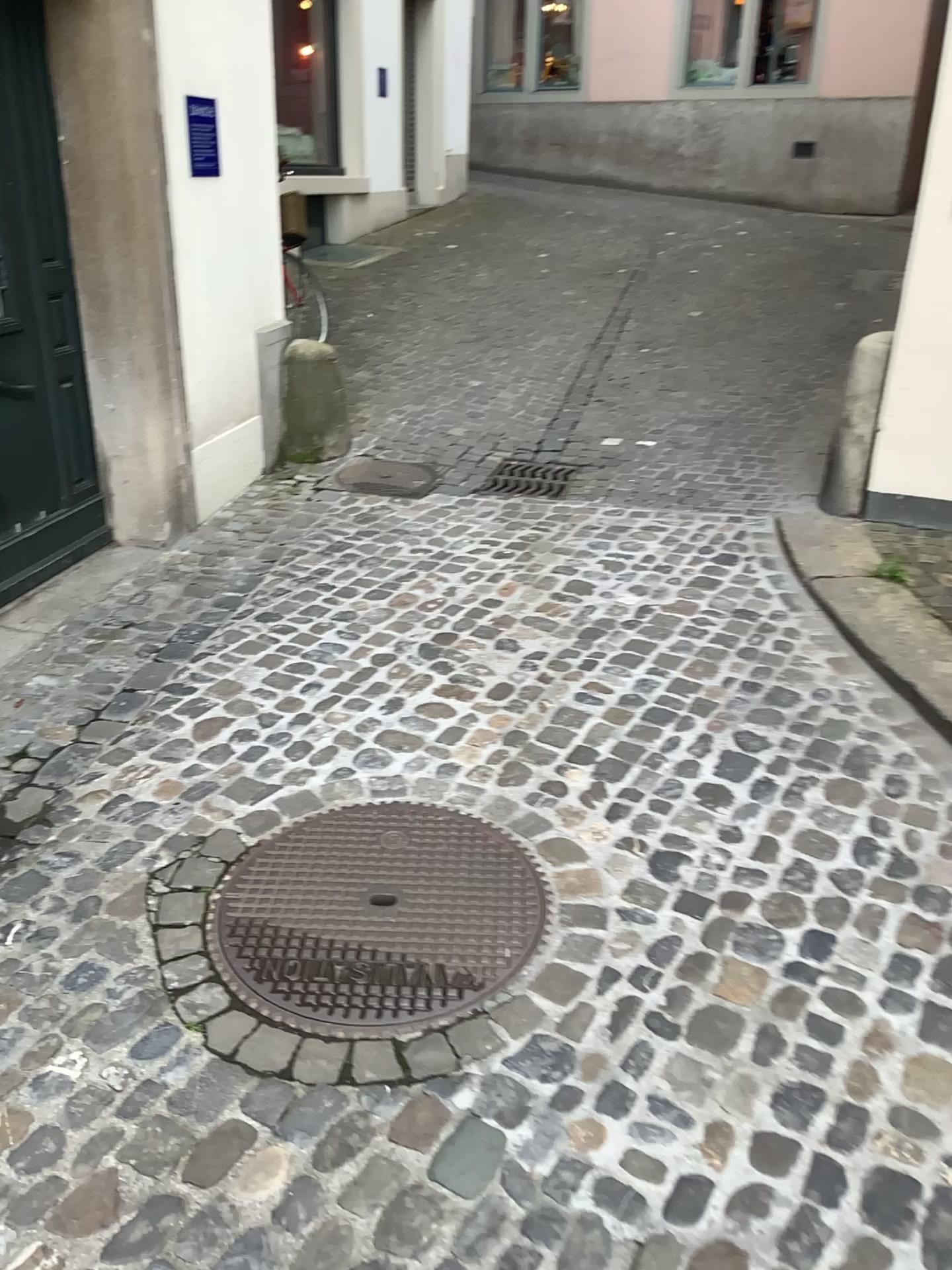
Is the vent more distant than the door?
Yes

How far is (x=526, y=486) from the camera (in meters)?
4.79

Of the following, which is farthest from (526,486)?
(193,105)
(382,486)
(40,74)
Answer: (40,74)

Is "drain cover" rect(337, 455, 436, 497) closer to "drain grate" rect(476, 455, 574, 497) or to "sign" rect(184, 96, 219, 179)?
"drain grate" rect(476, 455, 574, 497)

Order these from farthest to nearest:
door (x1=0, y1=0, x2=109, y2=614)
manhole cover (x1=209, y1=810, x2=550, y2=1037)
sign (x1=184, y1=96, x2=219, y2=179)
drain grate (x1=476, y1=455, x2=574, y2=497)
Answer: drain grate (x1=476, y1=455, x2=574, y2=497) < sign (x1=184, y1=96, x2=219, y2=179) < door (x1=0, y1=0, x2=109, y2=614) < manhole cover (x1=209, y1=810, x2=550, y2=1037)

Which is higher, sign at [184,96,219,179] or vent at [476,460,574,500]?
sign at [184,96,219,179]

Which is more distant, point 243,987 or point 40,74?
point 40,74

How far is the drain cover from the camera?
4.85m

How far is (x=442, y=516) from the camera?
4.5m

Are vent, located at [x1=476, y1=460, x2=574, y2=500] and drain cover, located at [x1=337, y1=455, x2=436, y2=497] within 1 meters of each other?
yes
